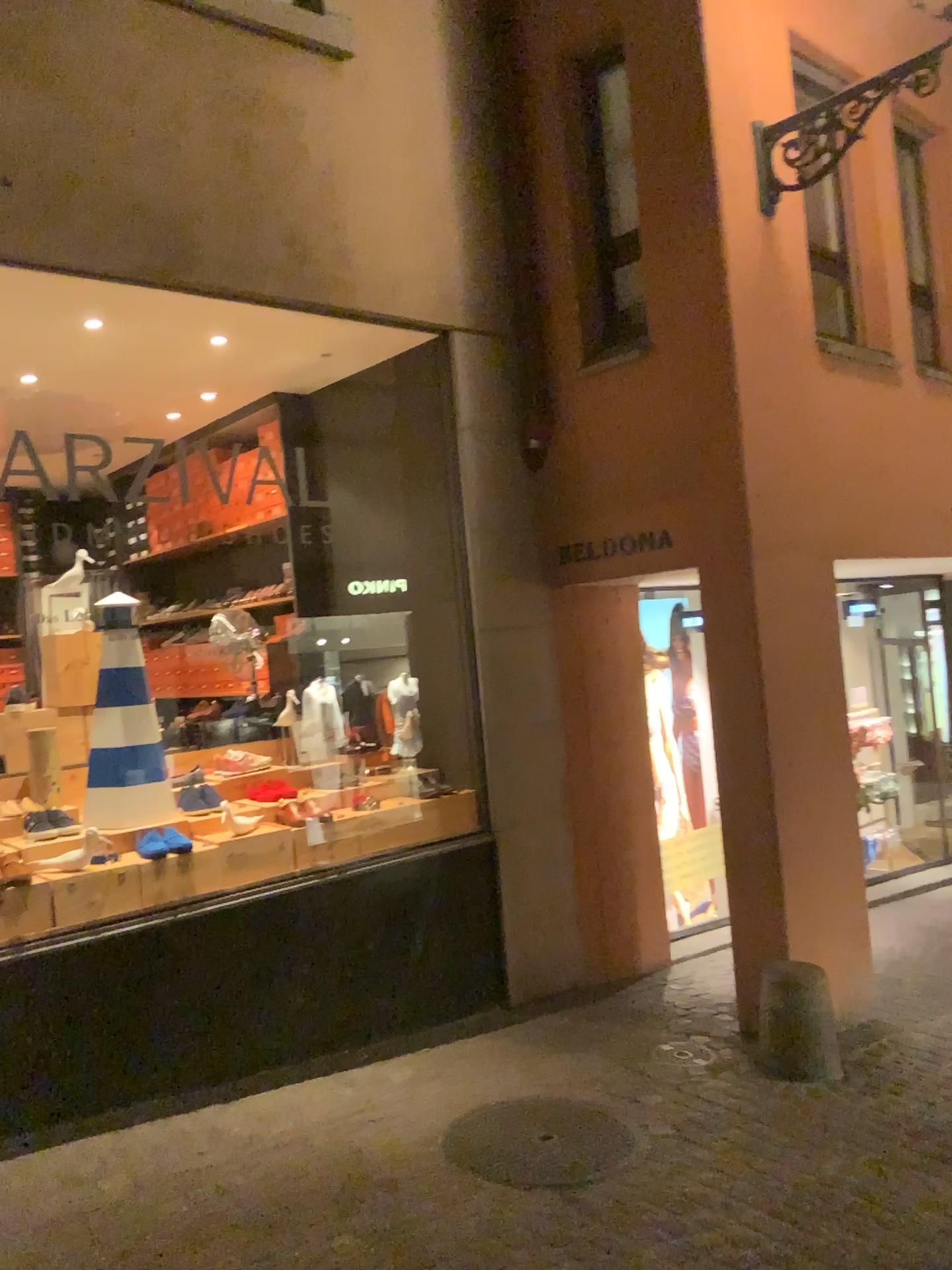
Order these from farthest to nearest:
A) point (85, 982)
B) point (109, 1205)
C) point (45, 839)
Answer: point (45, 839)
point (85, 982)
point (109, 1205)

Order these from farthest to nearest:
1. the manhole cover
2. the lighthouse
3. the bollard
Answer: the lighthouse < the bollard < the manhole cover

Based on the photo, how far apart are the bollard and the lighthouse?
2.7 meters

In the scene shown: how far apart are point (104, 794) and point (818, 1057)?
3.1 meters

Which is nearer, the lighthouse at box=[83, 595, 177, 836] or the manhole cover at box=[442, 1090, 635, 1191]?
the manhole cover at box=[442, 1090, 635, 1191]

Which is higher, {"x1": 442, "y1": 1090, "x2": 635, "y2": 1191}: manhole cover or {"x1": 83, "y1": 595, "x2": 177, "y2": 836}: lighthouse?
{"x1": 83, "y1": 595, "x2": 177, "y2": 836}: lighthouse

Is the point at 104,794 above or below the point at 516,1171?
above

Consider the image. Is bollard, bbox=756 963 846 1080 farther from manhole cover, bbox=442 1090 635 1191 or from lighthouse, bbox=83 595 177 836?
lighthouse, bbox=83 595 177 836

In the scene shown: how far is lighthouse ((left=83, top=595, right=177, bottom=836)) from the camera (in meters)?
4.48

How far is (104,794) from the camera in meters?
4.5 m
